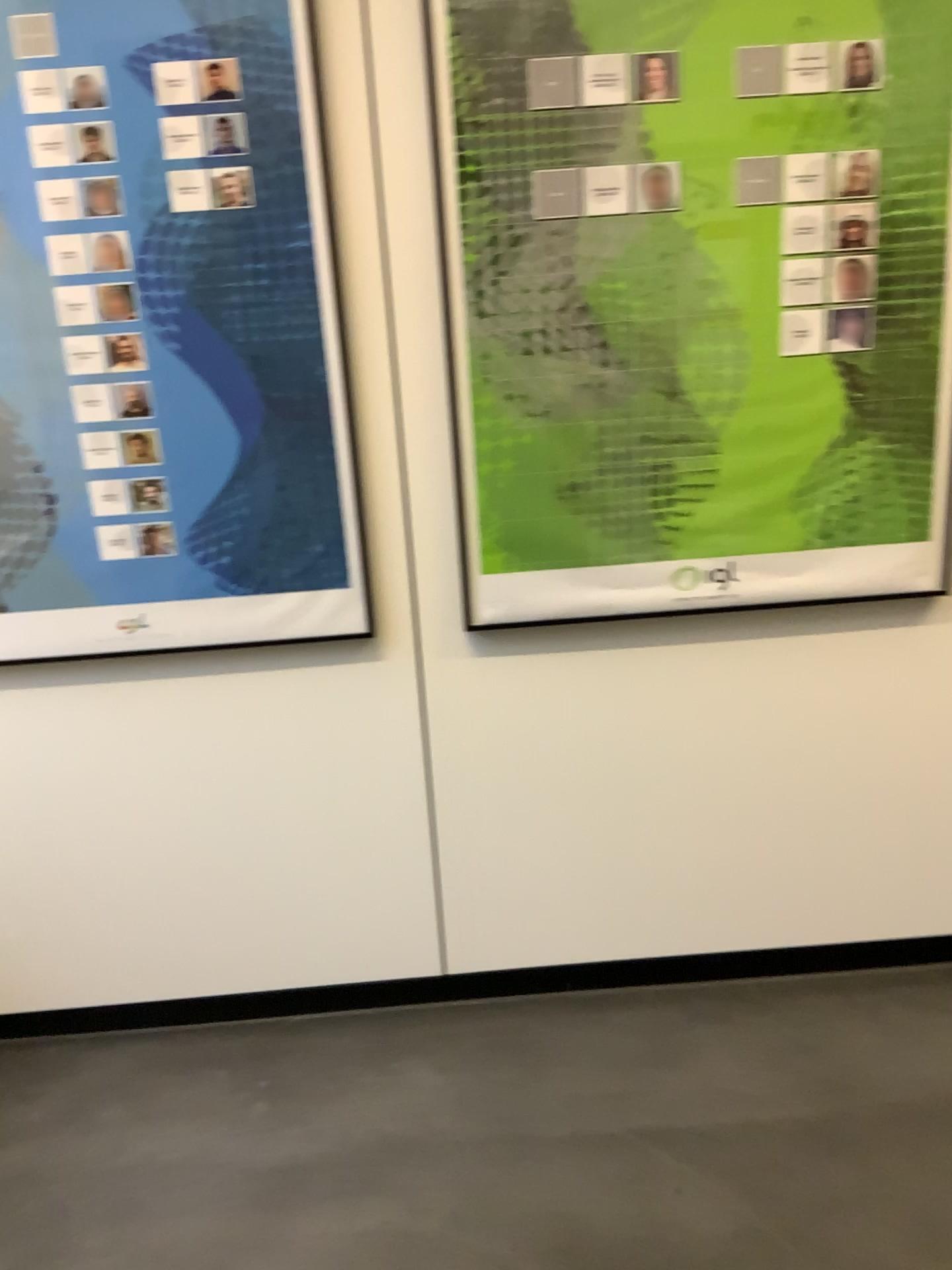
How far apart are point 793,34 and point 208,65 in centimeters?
95cm

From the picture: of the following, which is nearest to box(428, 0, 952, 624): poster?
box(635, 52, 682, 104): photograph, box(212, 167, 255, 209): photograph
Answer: box(635, 52, 682, 104): photograph

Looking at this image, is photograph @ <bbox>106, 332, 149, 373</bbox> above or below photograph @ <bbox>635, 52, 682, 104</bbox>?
below

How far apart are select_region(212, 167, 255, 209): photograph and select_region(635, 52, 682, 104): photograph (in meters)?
0.66

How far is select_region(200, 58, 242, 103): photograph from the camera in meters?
1.7 m

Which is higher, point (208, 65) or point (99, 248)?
point (208, 65)

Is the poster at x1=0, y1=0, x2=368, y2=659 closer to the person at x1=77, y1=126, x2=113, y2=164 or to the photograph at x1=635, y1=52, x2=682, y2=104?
the person at x1=77, y1=126, x2=113, y2=164

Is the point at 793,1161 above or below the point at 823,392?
below

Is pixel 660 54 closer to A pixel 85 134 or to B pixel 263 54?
B pixel 263 54

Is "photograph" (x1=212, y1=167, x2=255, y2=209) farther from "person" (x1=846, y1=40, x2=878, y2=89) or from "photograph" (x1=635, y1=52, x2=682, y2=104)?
"person" (x1=846, y1=40, x2=878, y2=89)
